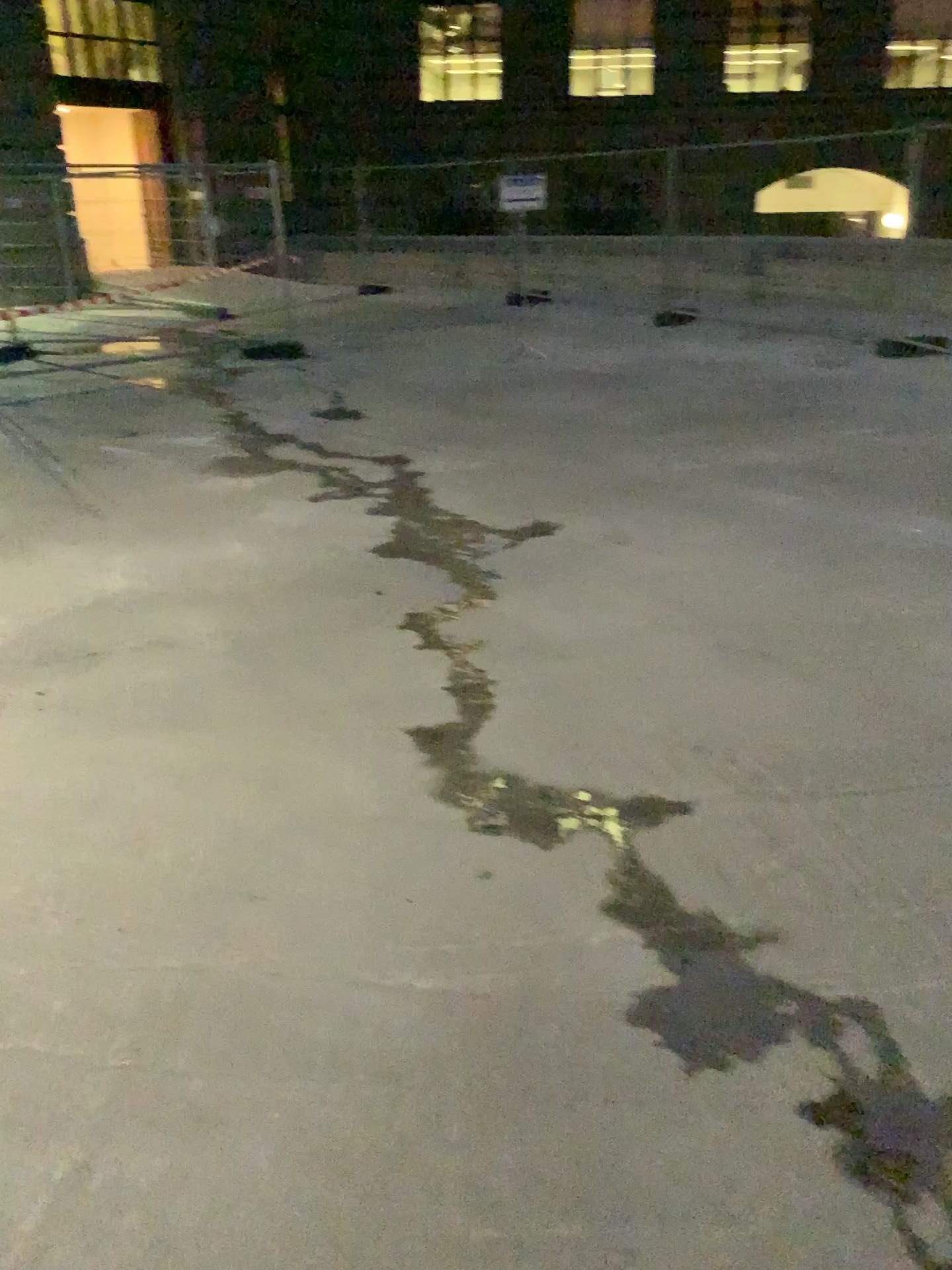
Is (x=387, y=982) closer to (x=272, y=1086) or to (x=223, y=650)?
(x=272, y=1086)
